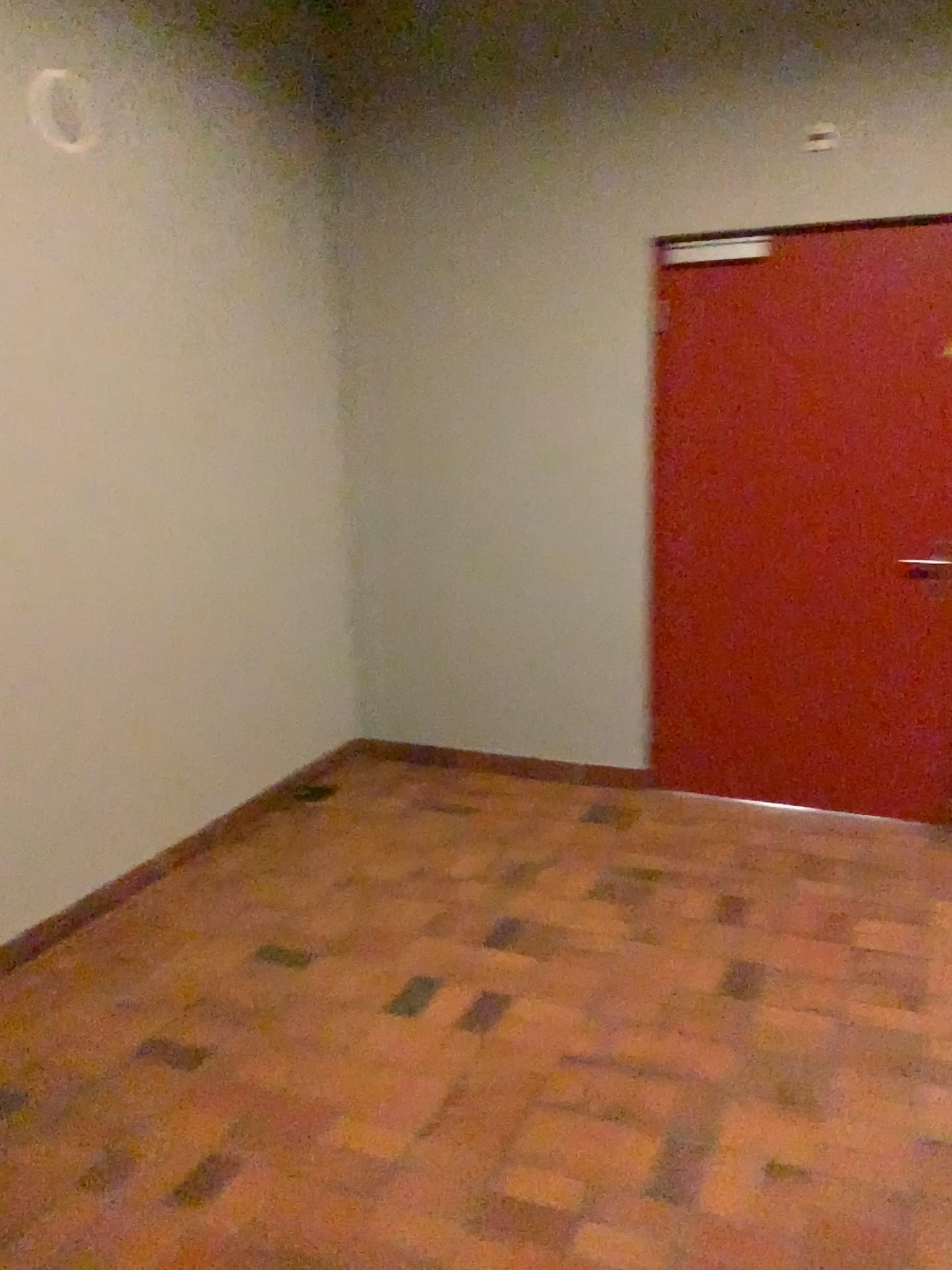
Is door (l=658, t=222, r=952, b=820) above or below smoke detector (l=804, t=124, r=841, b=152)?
below

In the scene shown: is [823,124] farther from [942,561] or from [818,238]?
[942,561]

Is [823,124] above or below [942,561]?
above

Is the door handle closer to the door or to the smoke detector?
the door

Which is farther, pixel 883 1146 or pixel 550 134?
pixel 550 134

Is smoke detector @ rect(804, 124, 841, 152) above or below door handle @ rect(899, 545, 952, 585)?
above

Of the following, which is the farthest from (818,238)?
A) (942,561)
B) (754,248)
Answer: (942,561)

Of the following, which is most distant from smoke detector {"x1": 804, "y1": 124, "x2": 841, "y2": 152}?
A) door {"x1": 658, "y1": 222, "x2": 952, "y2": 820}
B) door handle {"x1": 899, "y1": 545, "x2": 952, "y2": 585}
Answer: door handle {"x1": 899, "y1": 545, "x2": 952, "y2": 585}

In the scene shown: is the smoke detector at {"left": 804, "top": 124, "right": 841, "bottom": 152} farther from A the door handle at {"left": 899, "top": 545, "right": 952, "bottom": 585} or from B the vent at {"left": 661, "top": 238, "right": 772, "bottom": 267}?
A the door handle at {"left": 899, "top": 545, "right": 952, "bottom": 585}
